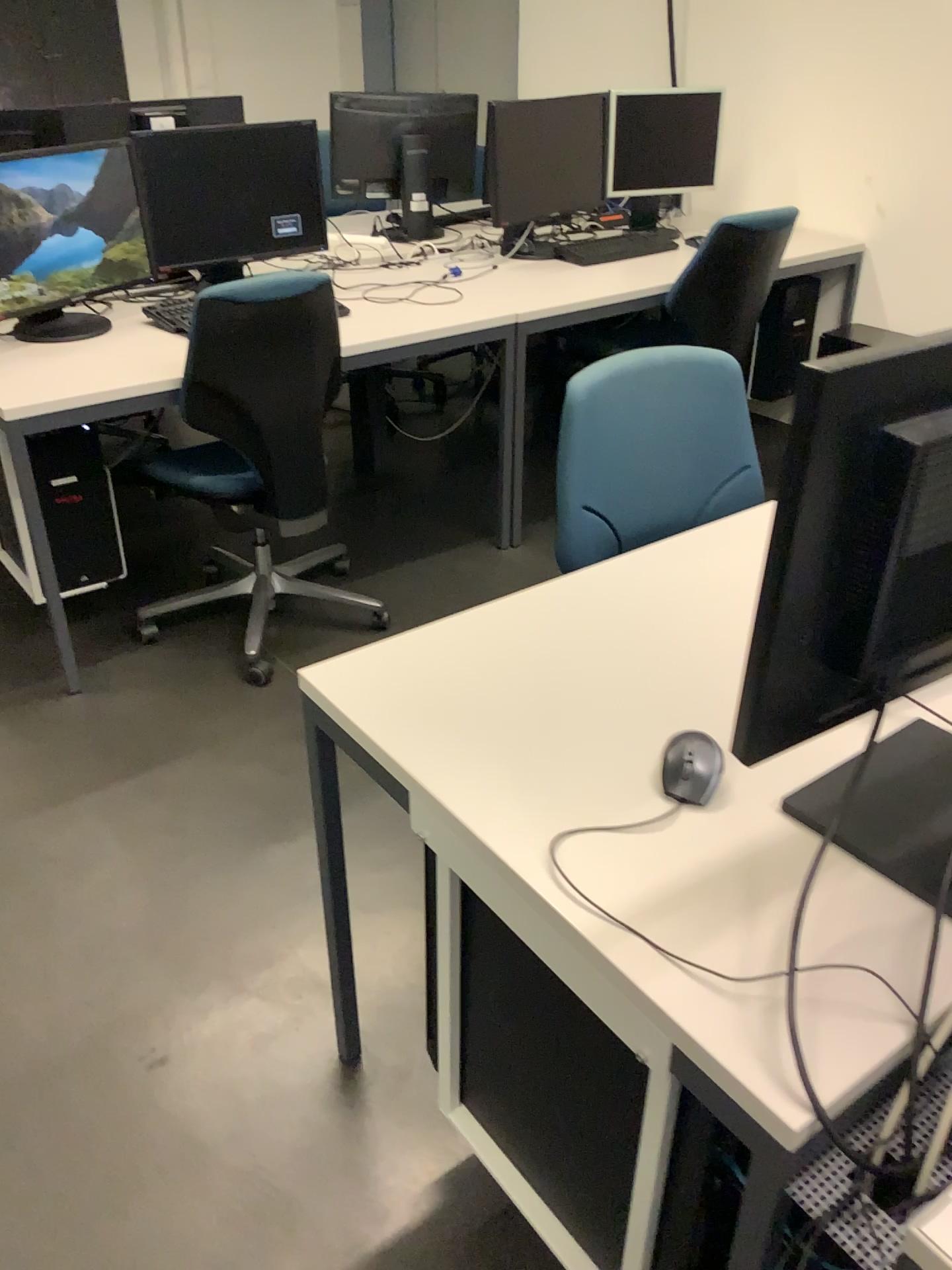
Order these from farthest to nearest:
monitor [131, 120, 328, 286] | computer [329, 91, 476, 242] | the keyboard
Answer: computer [329, 91, 476, 242] < the keyboard < monitor [131, 120, 328, 286]

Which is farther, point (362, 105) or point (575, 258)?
point (362, 105)

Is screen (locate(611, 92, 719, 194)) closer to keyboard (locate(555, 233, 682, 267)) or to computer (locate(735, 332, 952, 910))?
keyboard (locate(555, 233, 682, 267))

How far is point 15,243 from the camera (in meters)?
2.59

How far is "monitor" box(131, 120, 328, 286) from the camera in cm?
288

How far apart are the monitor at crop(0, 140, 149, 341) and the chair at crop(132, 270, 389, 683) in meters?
0.4

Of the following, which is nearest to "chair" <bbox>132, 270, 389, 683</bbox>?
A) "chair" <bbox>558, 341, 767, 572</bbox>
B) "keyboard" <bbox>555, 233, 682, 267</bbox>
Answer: "chair" <bbox>558, 341, 767, 572</bbox>

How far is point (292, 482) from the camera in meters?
2.6 m

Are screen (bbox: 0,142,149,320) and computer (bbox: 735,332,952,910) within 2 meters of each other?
no

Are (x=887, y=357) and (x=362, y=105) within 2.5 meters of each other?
no
